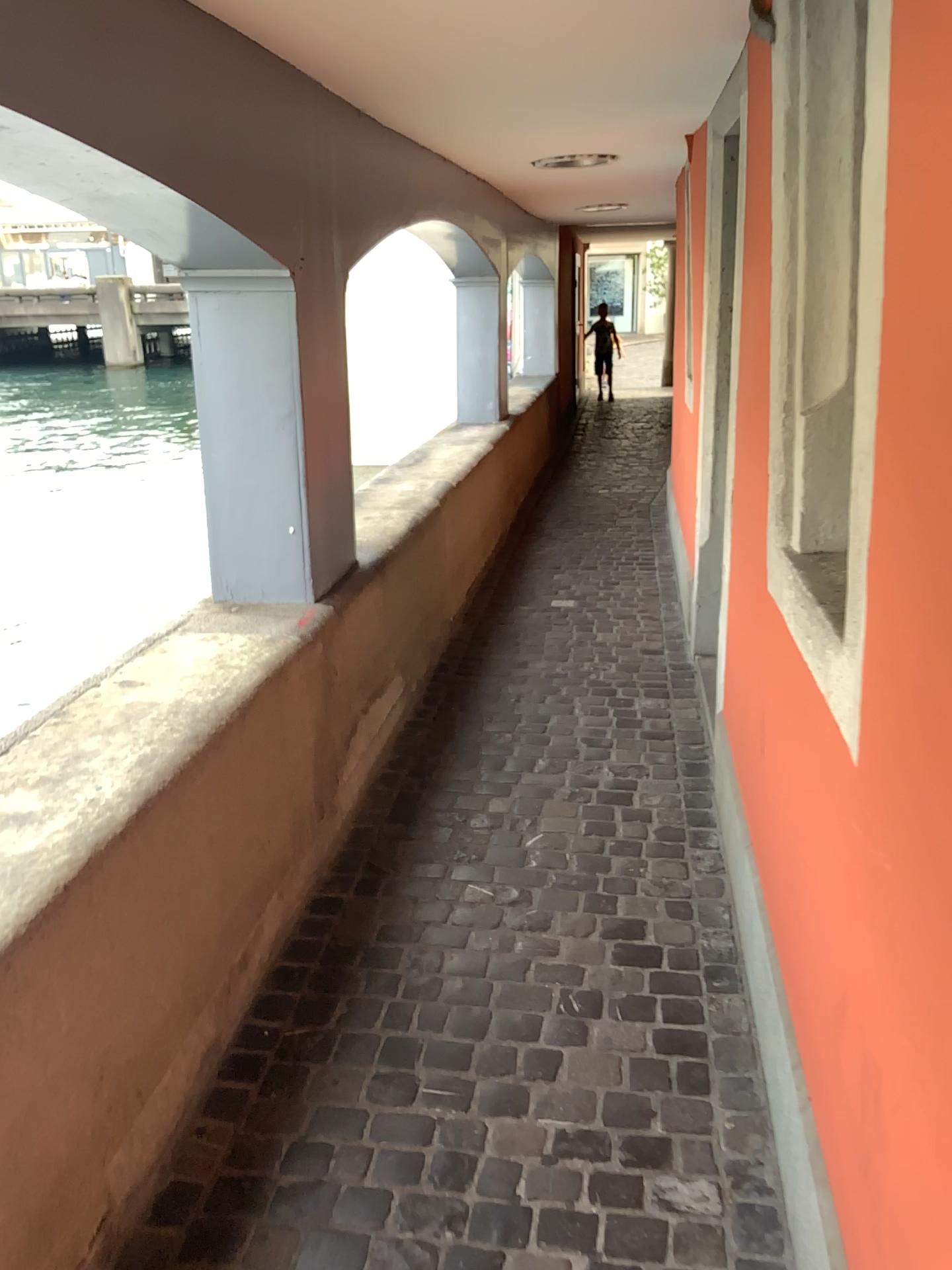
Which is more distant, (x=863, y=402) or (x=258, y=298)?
(x=258, y=298)

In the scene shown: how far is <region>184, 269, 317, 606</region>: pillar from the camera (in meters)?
2.69

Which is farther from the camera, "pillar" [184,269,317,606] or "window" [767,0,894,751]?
"pillar" [184,269,317,606]

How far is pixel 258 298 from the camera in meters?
2.7

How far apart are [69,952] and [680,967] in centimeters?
135cm
